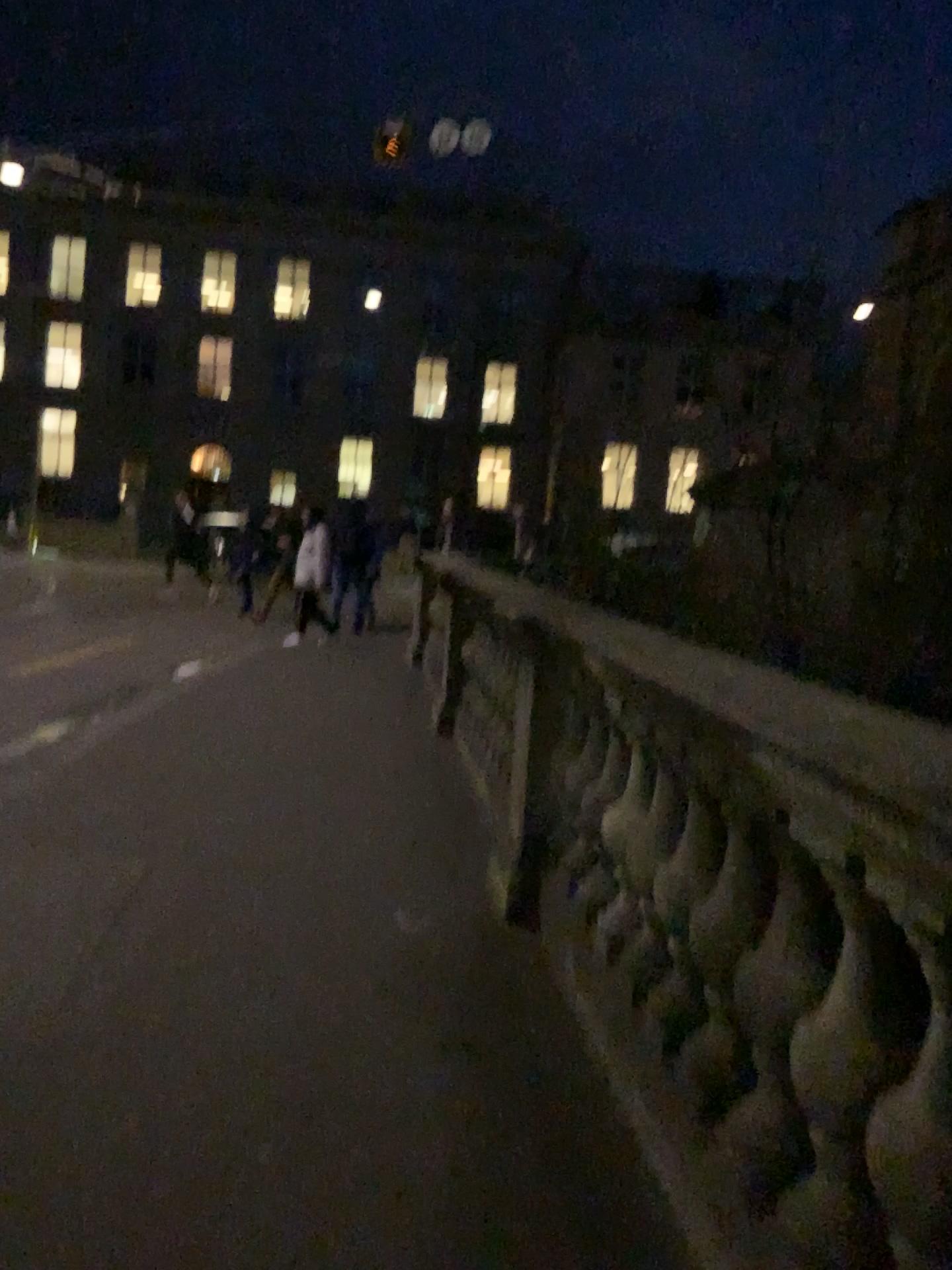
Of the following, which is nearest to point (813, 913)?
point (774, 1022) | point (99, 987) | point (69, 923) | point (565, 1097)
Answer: point (774, 1022)
